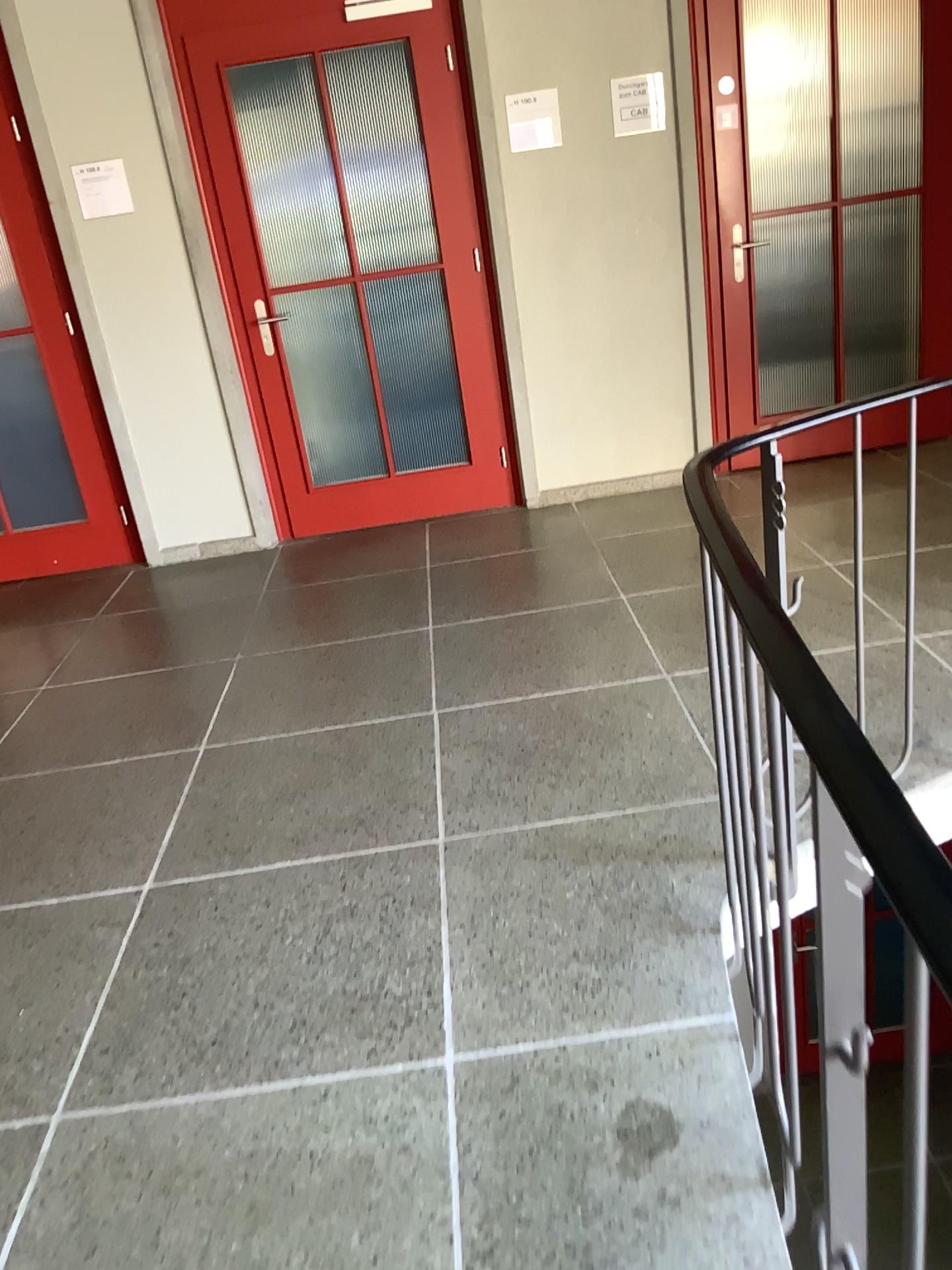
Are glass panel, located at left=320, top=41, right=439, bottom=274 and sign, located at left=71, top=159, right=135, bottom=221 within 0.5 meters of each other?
no

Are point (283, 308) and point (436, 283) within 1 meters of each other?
yes

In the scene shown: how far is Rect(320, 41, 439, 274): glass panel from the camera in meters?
4.3 m

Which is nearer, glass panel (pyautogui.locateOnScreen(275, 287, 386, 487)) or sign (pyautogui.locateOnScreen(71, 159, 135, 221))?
sign (pyautogui.locateOnScreen(71, 159, 135, 221))

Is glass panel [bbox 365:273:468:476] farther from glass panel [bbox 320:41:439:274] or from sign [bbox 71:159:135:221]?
sign [bbox 71:159:135:221]

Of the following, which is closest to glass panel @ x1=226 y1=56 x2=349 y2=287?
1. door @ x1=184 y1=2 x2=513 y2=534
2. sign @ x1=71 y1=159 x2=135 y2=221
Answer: door @ x1=184 y1=2 x2=513 y2=534

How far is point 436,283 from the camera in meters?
4.6

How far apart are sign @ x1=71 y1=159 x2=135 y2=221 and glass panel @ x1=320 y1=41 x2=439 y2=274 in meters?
0.9 m

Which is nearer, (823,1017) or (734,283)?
(823,1017)

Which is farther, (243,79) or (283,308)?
(283,308)
